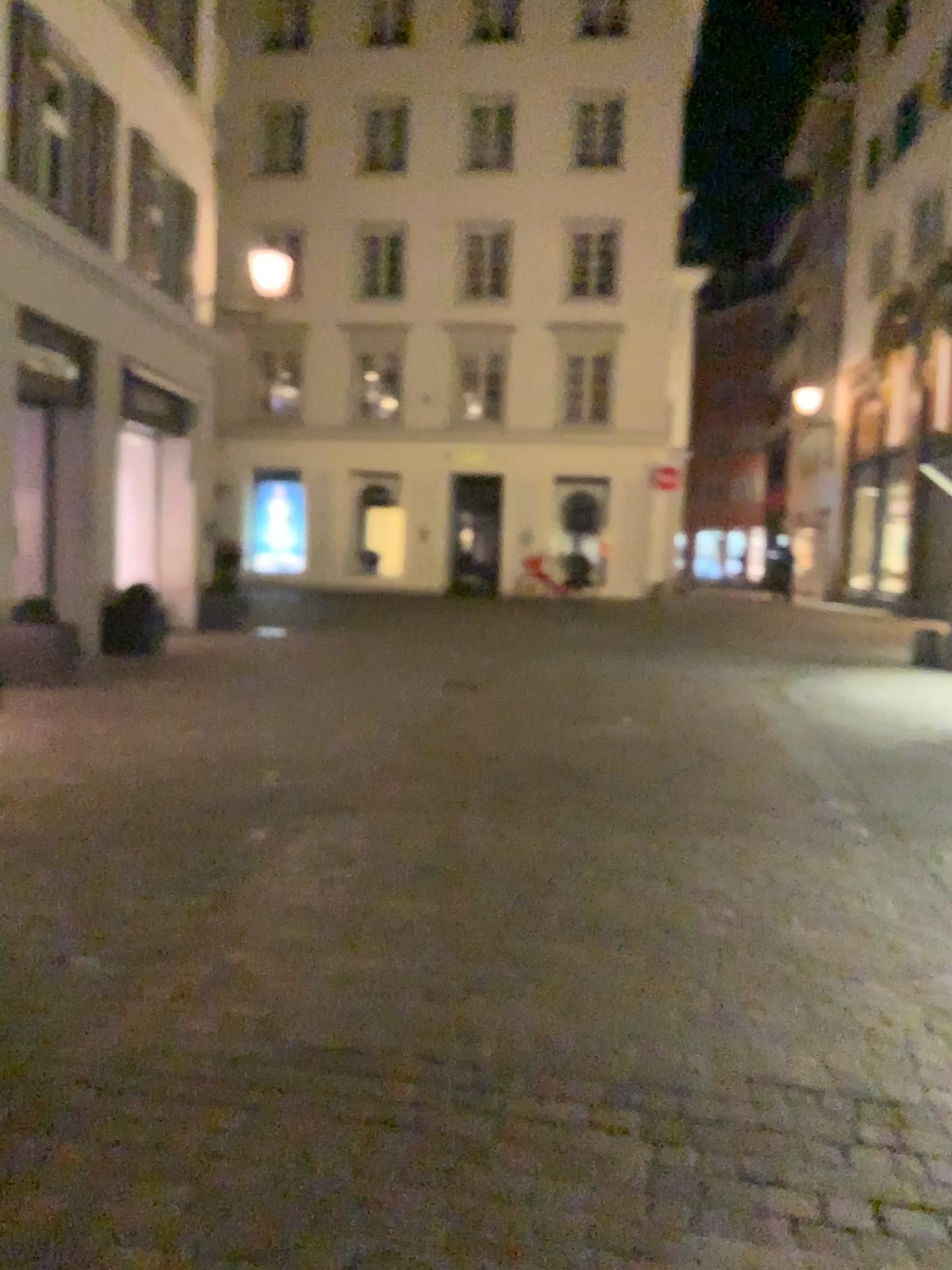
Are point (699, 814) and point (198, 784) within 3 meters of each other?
yes
